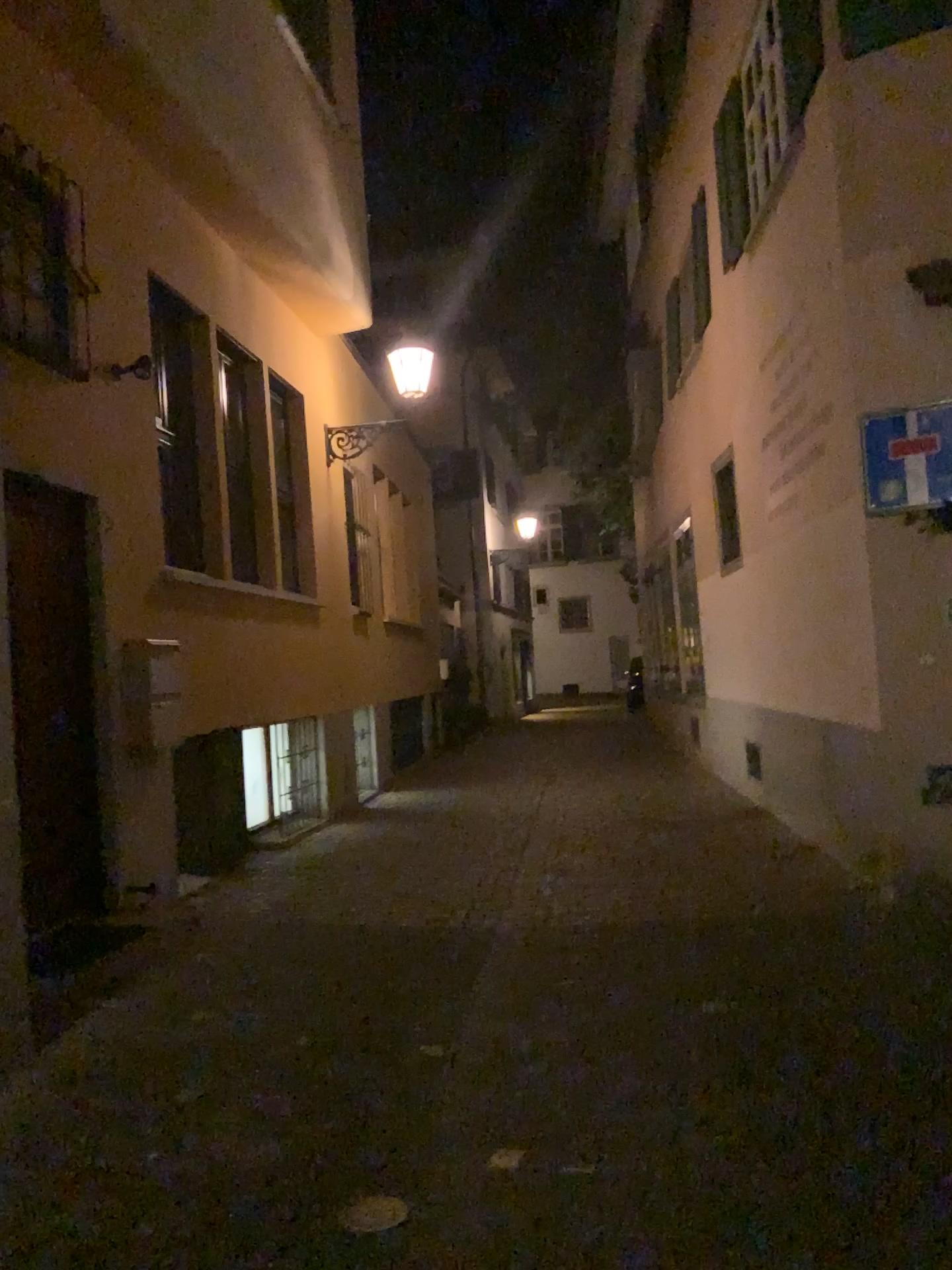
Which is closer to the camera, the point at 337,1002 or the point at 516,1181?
the point at 516,1181
